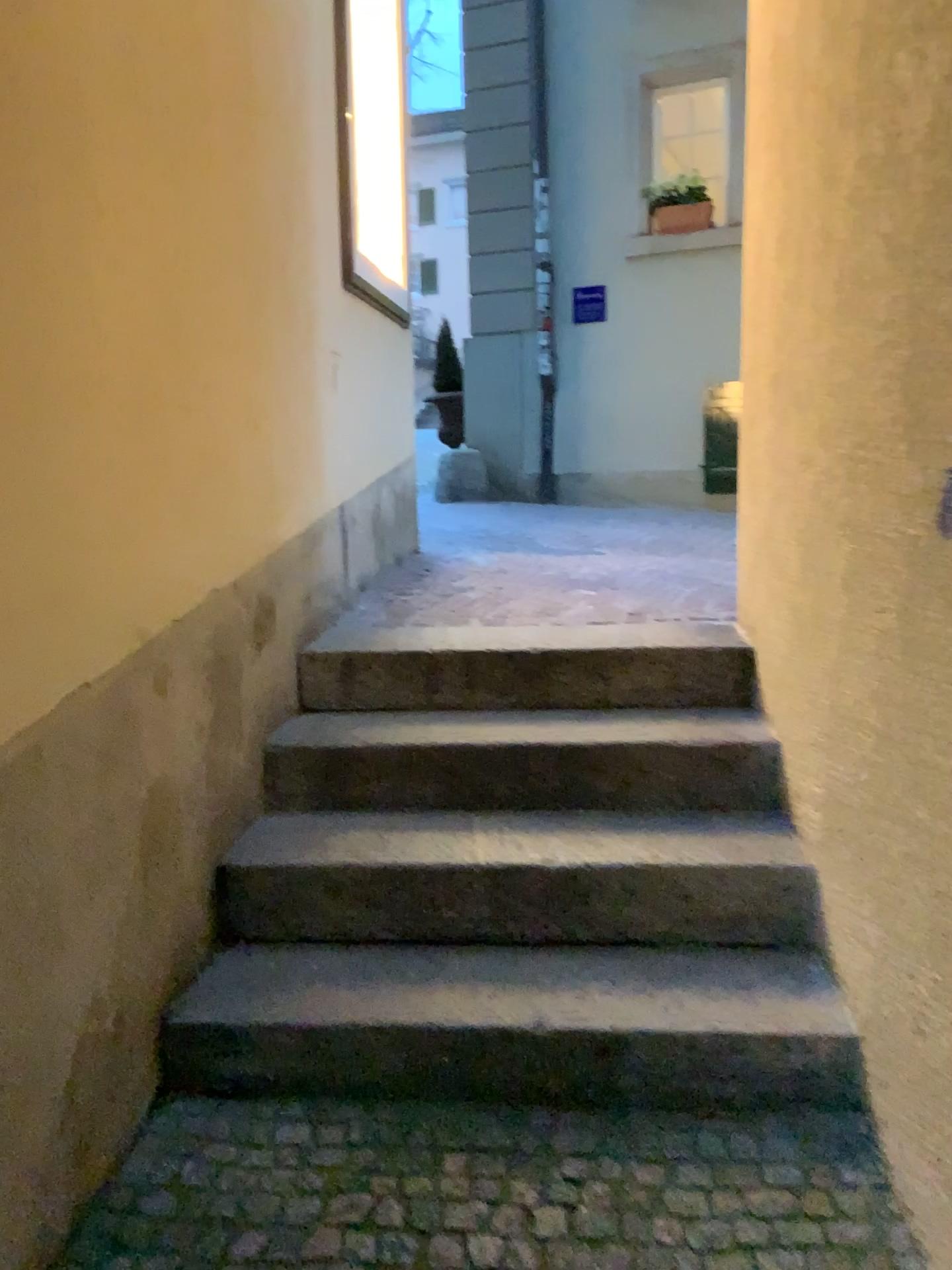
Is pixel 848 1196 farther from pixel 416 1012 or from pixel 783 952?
pixel 416 1012

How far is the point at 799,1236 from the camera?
1.6 meters

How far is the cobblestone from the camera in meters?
1.6 m
